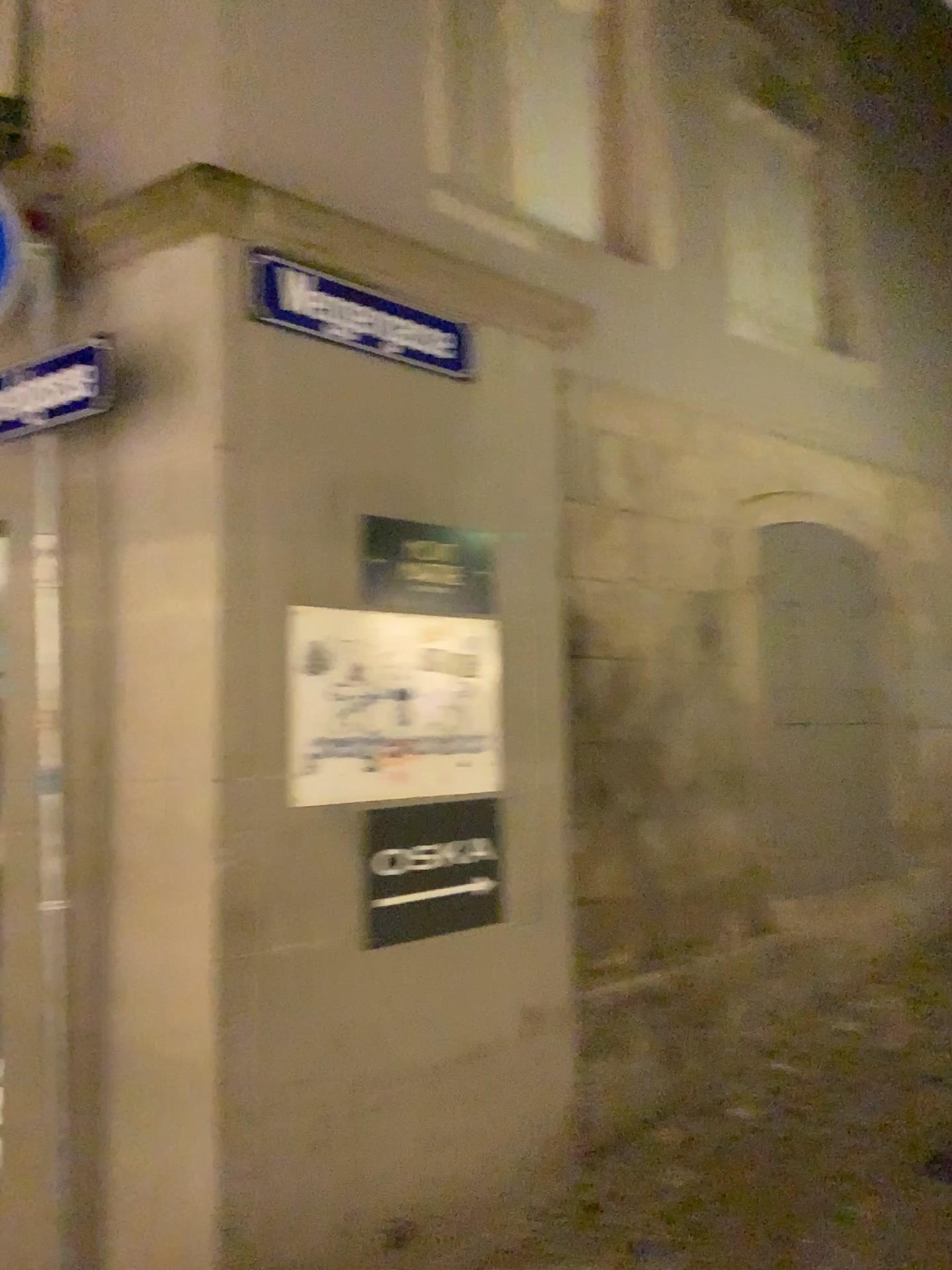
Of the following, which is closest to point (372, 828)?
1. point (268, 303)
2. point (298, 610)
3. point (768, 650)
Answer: point (298, 610)

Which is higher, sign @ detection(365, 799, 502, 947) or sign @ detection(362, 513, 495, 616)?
sign @ detection(362, 513, 495, 616)

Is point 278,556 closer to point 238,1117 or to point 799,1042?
point 238,1117

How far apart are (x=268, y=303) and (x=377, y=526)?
0.7m

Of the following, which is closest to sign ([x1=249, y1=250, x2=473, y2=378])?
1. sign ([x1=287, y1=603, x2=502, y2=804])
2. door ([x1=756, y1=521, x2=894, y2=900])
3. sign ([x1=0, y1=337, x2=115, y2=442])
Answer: sign ([x1=0, y1=337, x2=115, y2=442])

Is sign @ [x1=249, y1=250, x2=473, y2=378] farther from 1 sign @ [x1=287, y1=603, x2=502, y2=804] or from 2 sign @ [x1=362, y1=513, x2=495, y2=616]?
1 sign @ [x1=287, y1=603, x2=502, y2=804]

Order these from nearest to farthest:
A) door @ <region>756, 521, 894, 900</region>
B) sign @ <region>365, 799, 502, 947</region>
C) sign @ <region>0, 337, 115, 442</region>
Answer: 1. sign @ <region>0, 337, 115, 442</region>
2. sign @ <region>365, 799, 502, 947</region>
3. door @ <region>756, 521, 894, 900</region>

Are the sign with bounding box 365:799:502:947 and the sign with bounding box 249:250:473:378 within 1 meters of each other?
no

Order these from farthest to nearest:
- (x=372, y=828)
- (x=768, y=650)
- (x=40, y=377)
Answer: (x=768, y=650), (x=372, y=828), (x=40, y=377)

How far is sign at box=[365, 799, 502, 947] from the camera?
3.1m
